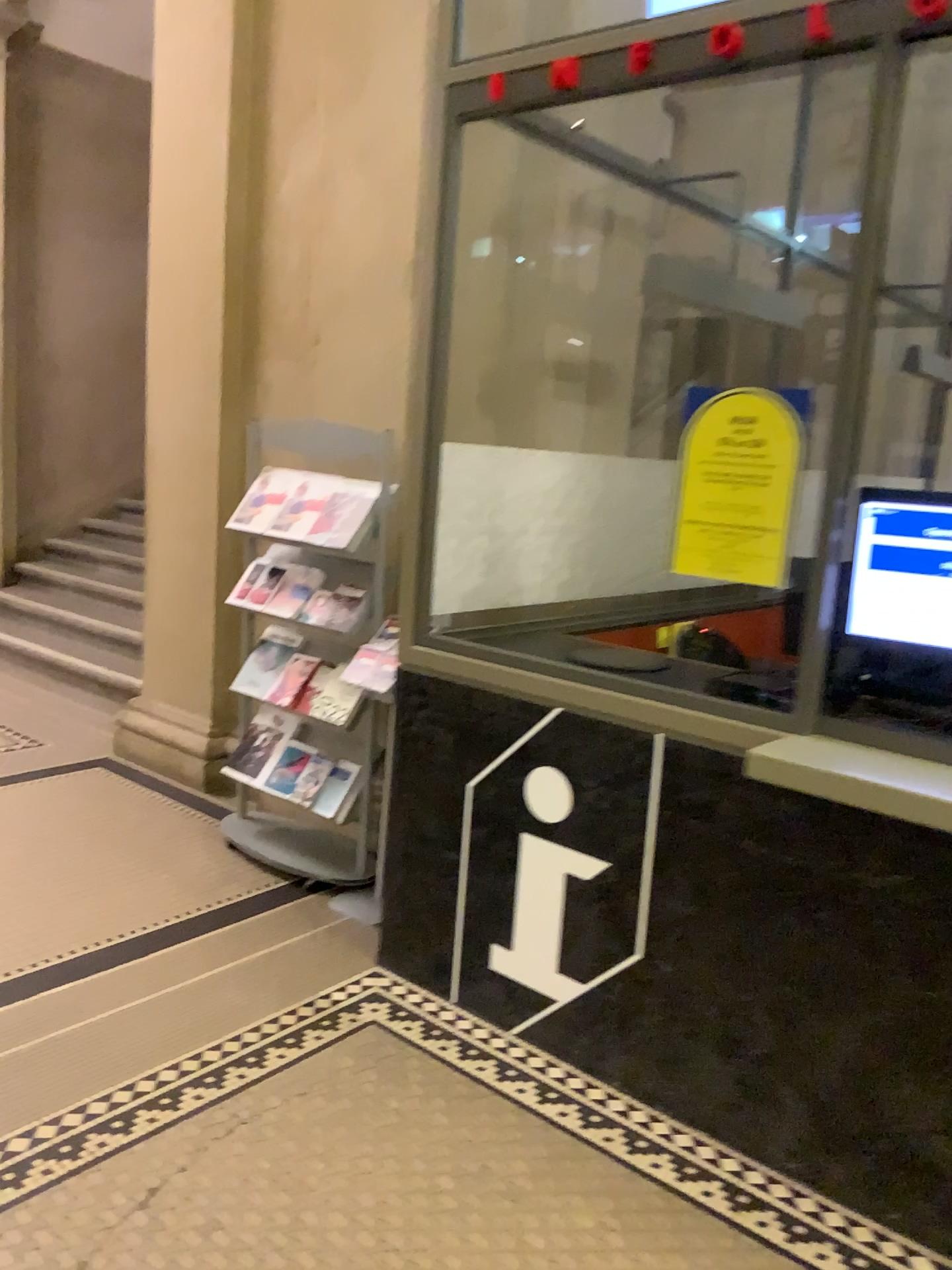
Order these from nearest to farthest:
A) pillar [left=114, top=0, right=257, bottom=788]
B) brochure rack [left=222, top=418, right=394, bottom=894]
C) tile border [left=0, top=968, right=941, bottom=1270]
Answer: tile border [left=0, top=968, right=941, bottom=1270] → brochure rack [left=222, top=418, right=394, bottom=894] → pillar [left=114, top=0, right=257, bottom=788]

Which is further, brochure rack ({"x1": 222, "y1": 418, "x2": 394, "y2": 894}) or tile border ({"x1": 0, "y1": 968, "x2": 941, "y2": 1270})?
brochure rack ({"x1": 222, "y1": 418, "x2": 394, "y2": 894})

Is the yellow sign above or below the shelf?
above

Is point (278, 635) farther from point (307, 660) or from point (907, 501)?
point (907, 501)

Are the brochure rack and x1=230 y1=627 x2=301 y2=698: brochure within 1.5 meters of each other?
yes

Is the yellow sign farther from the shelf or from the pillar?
the pillar

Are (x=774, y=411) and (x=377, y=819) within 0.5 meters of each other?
no

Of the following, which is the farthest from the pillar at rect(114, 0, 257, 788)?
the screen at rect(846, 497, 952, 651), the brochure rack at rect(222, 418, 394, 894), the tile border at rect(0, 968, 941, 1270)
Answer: the screen at rect(846, 497, 952, 651)

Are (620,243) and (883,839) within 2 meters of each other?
no

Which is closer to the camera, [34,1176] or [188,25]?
[34,1176]
